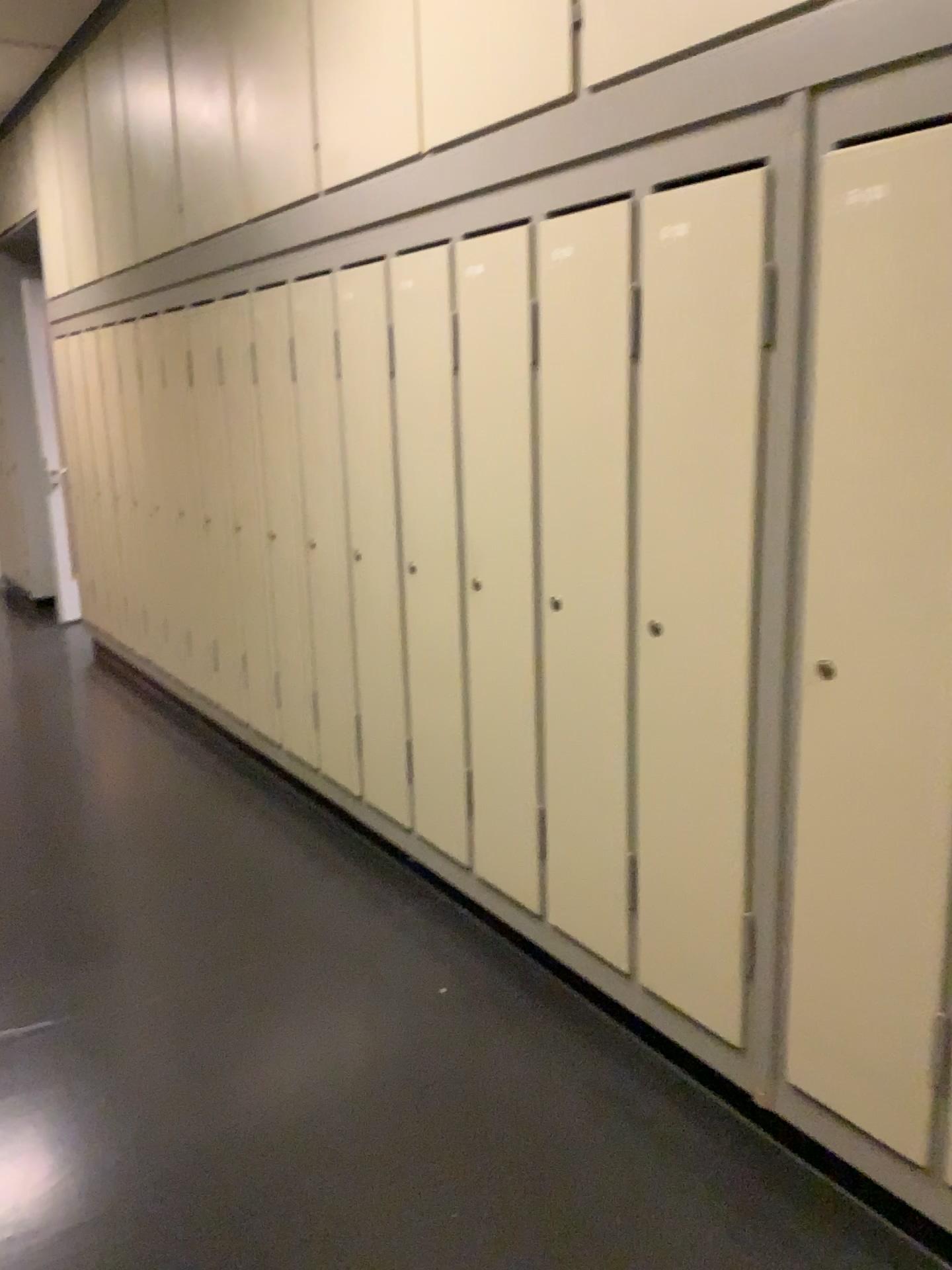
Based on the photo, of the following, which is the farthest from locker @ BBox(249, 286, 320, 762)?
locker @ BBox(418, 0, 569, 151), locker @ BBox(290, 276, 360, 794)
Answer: locker @ BBox(418, 0, 569, 151)

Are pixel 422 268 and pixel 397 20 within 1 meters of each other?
yes

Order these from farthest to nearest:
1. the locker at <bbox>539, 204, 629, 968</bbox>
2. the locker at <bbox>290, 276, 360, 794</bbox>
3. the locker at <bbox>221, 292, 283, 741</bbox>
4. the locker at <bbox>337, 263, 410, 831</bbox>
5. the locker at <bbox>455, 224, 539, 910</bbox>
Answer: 1. the locker at <bbox>221, 292, 283, 741</bbox>
2. the locker at <bbox>290, 276, 360, 794</bbox>
3. the locker at <bbox>337, 263, 410, 831</bbox>
4. the locker at <bbox>455, 224, 539, 910</bbox>
5. the locker at <bbox>539, 204, 629, 968</bbox>

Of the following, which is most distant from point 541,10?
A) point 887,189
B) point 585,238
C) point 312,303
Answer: point 312,303

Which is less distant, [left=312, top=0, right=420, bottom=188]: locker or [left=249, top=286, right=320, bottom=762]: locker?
[left=312, top=0, right=420, bottom=188]: locker

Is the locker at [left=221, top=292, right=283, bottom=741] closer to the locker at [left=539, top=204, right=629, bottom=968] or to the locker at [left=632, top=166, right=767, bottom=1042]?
the locker at [left=539, top=204, right=629, bottom=968]

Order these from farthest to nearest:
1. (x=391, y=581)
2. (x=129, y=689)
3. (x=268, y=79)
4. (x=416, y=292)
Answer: (x=129, y=689) → (x=268, y=79) → (x=391, y=581) → (x=416, y=292)

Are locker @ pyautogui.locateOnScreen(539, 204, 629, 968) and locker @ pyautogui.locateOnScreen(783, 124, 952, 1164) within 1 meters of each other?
yes

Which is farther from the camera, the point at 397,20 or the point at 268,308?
the point at 268,308

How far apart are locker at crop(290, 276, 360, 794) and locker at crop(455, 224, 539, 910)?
0.7 meters
